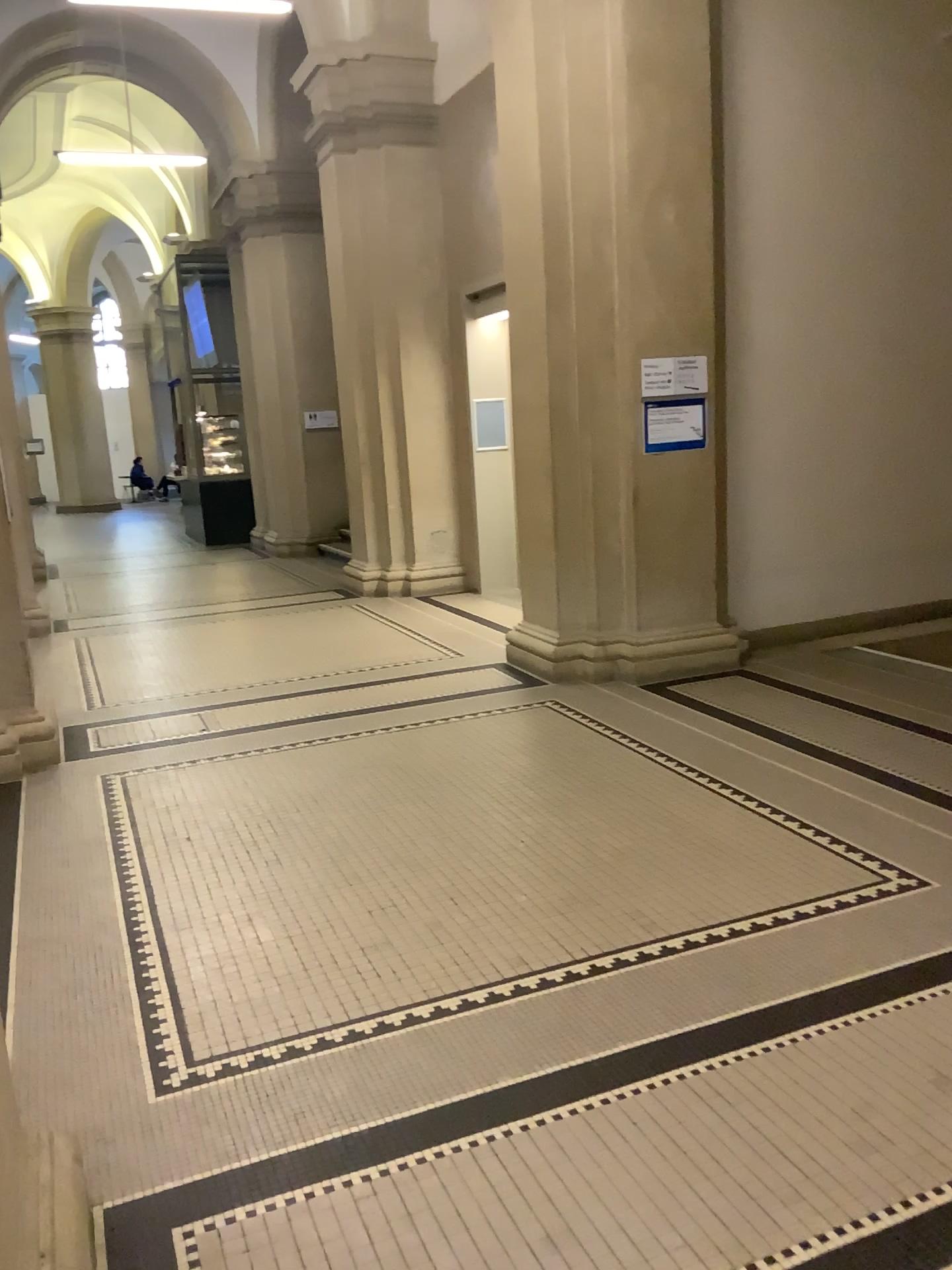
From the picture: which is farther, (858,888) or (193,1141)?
(858,888)
